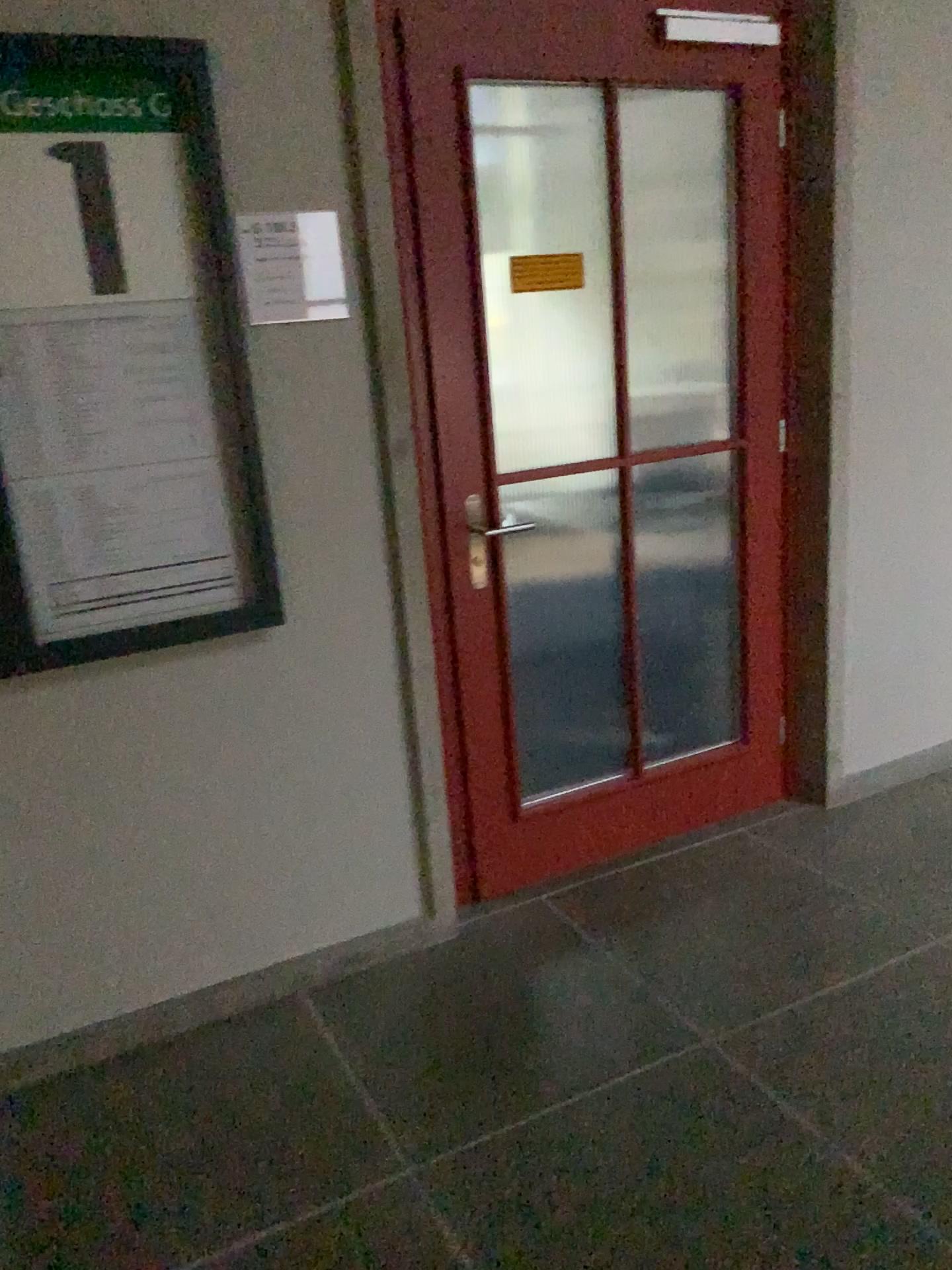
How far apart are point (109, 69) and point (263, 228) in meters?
0.4 m

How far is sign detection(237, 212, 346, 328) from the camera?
2.1 meters

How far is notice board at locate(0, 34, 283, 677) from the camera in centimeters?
192cm

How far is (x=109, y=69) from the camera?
1.9 meters

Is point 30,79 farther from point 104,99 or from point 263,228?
point 263,228

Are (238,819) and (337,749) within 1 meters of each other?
yes
